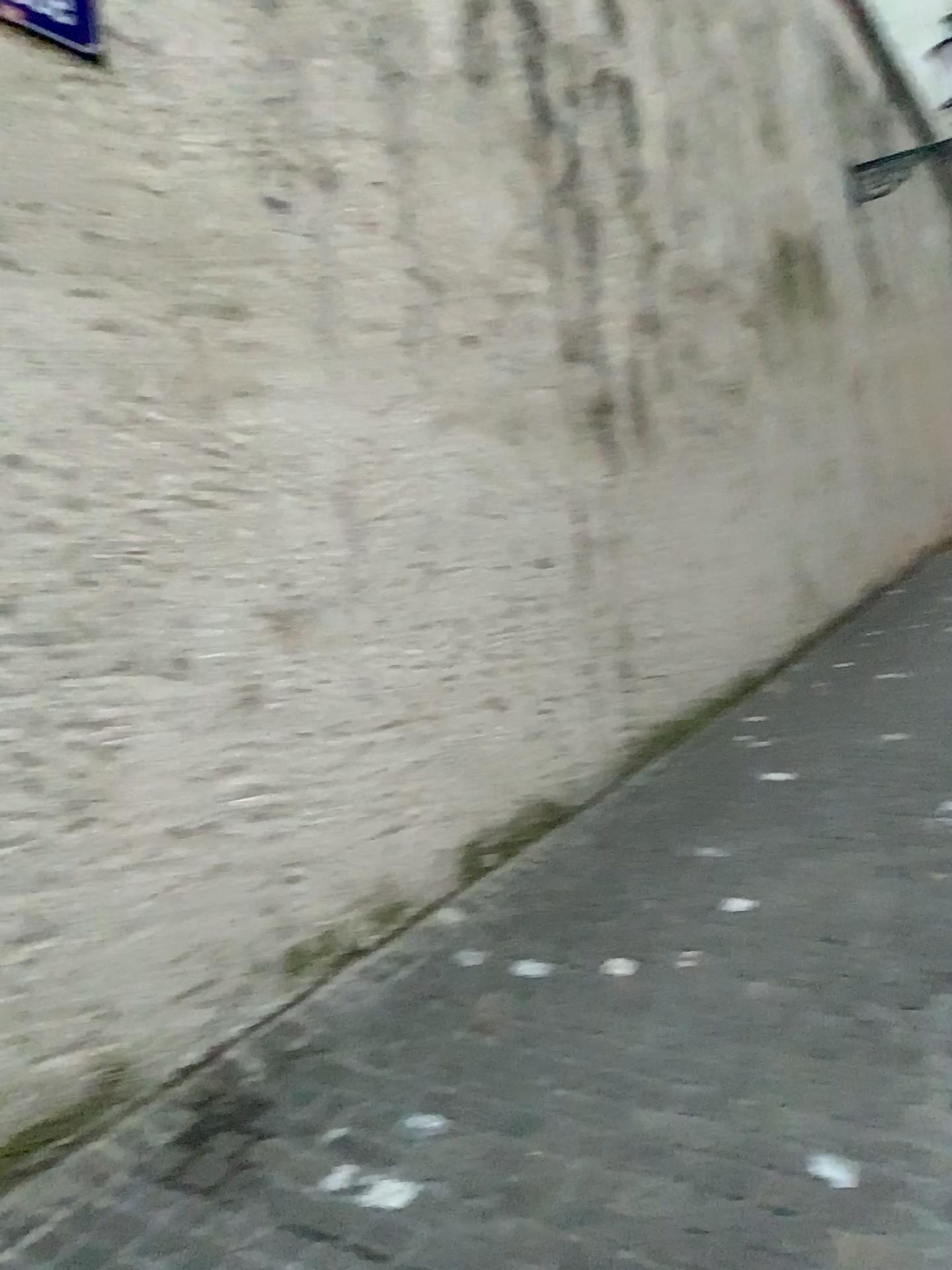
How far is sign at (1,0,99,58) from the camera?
2.4m

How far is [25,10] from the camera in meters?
2.4

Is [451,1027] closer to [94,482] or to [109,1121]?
[109,1121]
